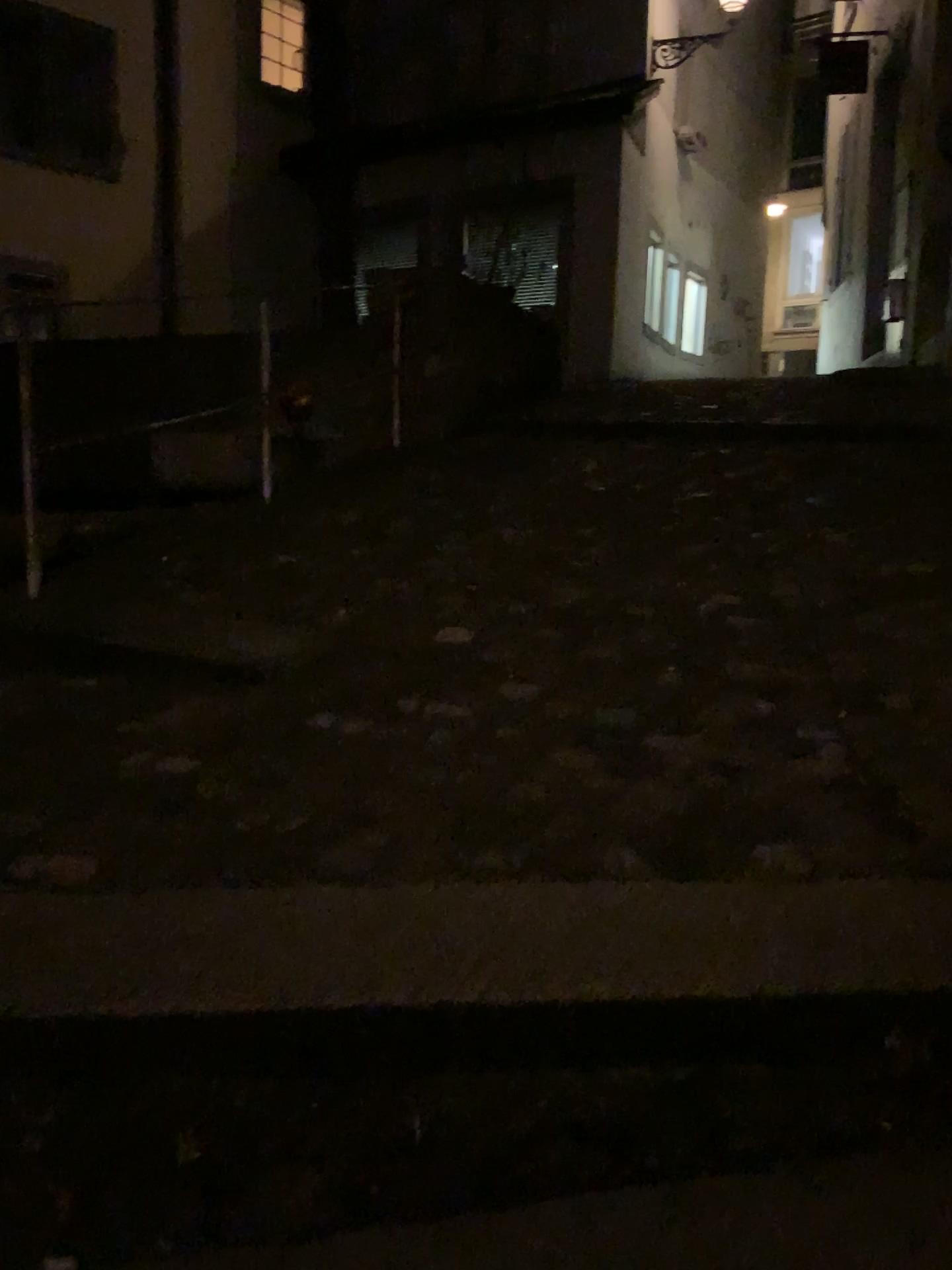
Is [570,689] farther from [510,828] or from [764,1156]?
[764,1156]
